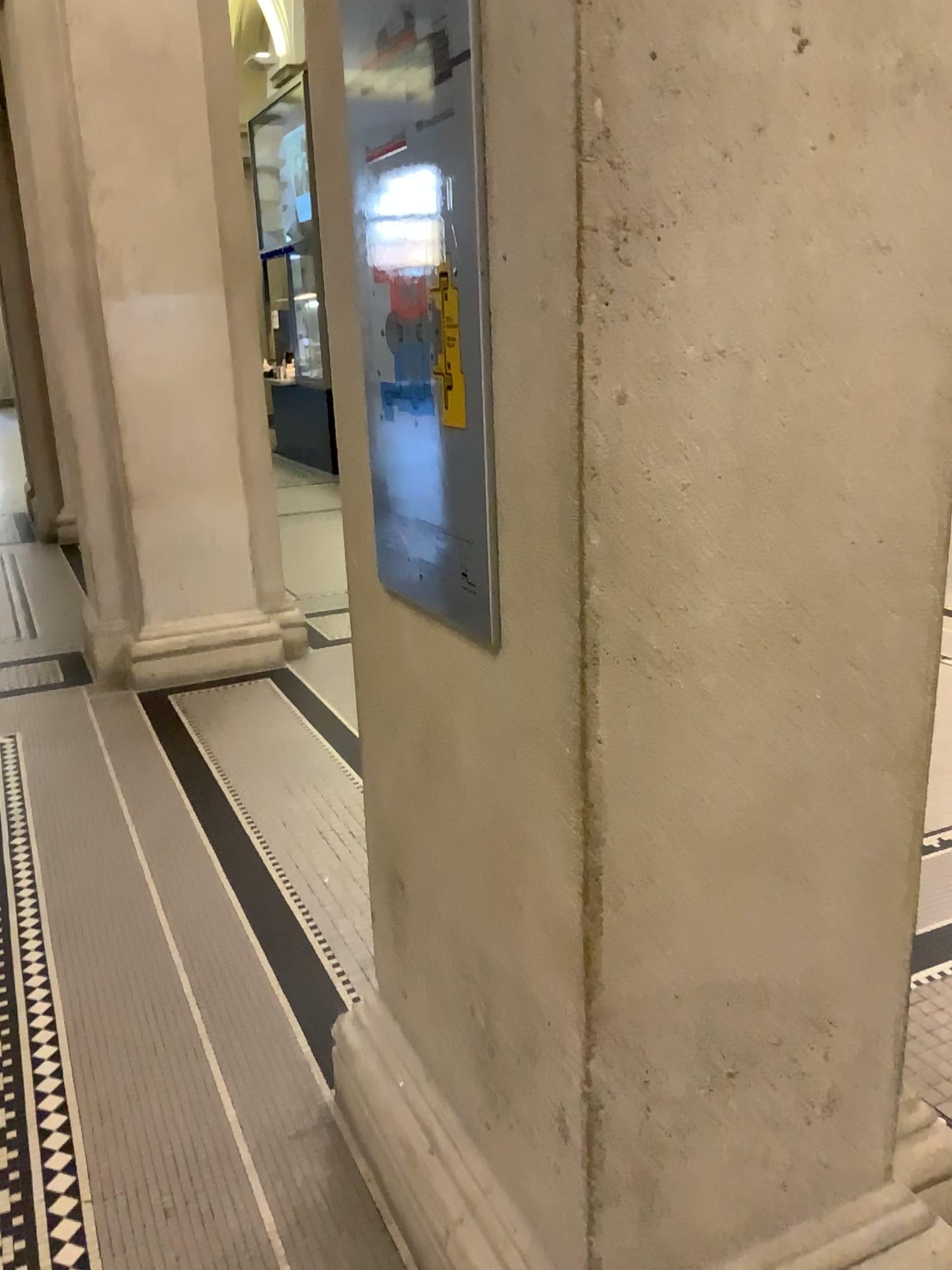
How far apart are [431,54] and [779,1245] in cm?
168

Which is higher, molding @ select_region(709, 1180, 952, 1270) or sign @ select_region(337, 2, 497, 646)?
sign @ select_region(337, 2, 497, 646)

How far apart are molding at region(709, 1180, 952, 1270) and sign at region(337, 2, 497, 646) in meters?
1.0

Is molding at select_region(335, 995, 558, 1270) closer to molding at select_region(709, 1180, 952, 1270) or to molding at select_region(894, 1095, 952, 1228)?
molding at select_region(709, 1180, 952, 1270)

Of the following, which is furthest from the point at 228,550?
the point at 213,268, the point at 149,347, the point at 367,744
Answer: the point at 367,744

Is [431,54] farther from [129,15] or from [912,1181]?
[129,15]

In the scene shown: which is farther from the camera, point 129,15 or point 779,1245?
point 129,15

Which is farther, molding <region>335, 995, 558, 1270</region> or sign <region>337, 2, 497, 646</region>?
molding <region>335, 995, 558, 1270</region>

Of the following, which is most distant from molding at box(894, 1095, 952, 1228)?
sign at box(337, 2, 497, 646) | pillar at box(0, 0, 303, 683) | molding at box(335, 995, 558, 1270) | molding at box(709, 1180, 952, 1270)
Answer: pillar at box(0, 0, 303, 683)

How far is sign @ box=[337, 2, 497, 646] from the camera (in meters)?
1.27
